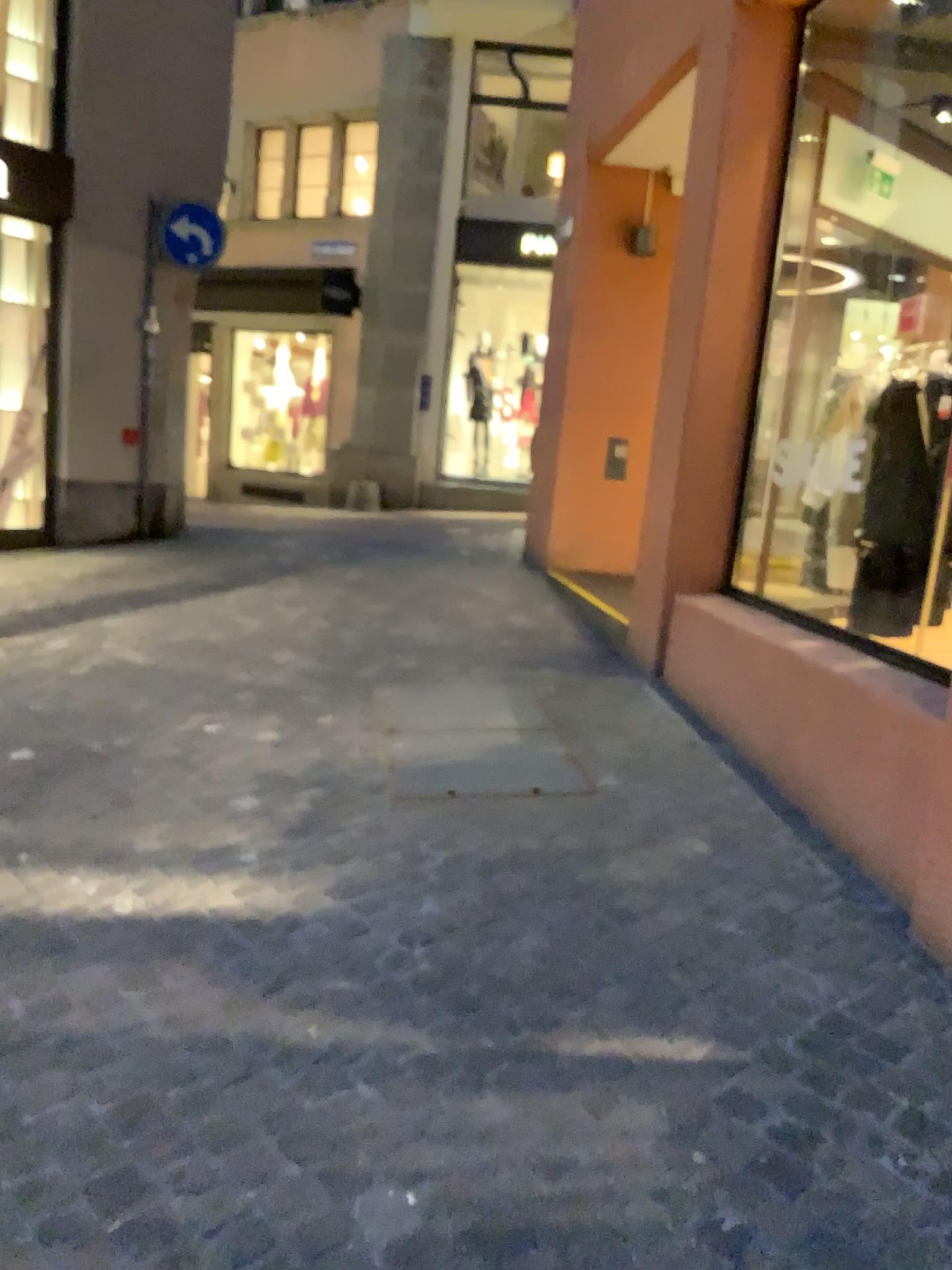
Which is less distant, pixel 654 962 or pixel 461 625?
pixel 654 962
